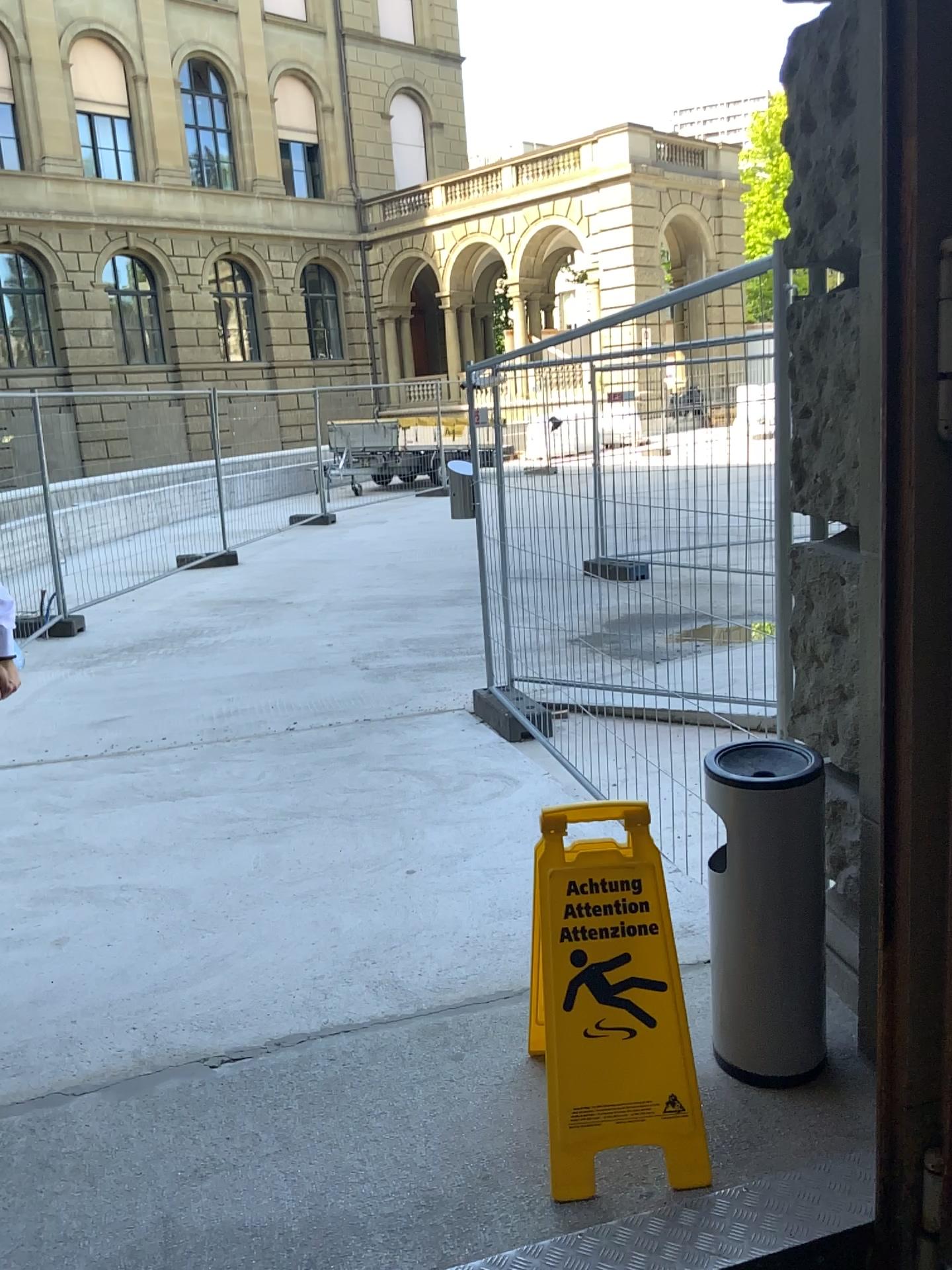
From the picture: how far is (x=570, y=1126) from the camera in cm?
180

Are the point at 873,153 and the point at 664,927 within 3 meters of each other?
yes

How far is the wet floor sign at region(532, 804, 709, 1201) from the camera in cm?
180

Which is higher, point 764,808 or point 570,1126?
point 764,808

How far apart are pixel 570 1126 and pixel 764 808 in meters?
0.7

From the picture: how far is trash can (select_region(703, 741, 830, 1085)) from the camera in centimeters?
194cm
